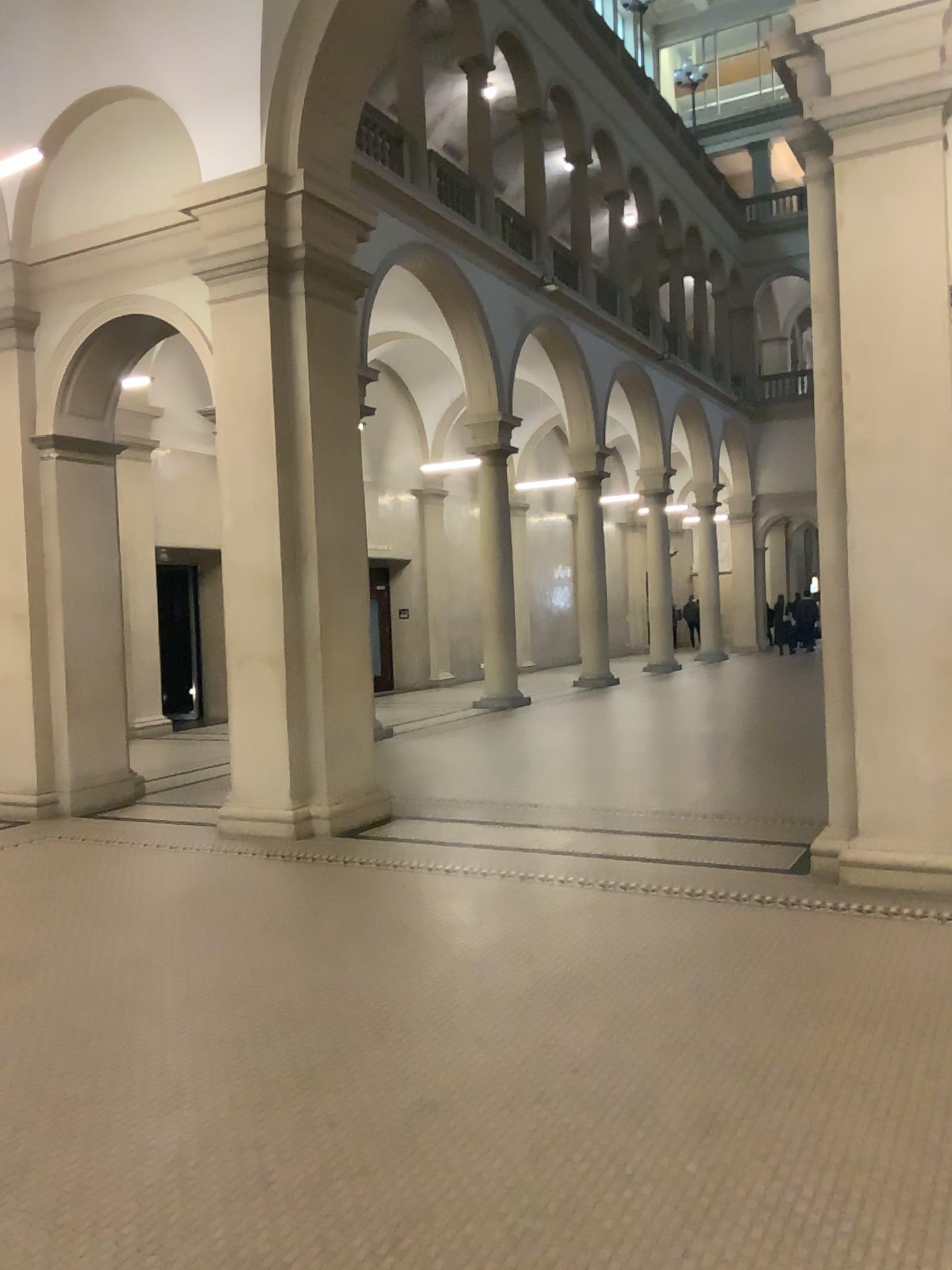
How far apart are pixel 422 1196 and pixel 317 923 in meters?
2.5 m
